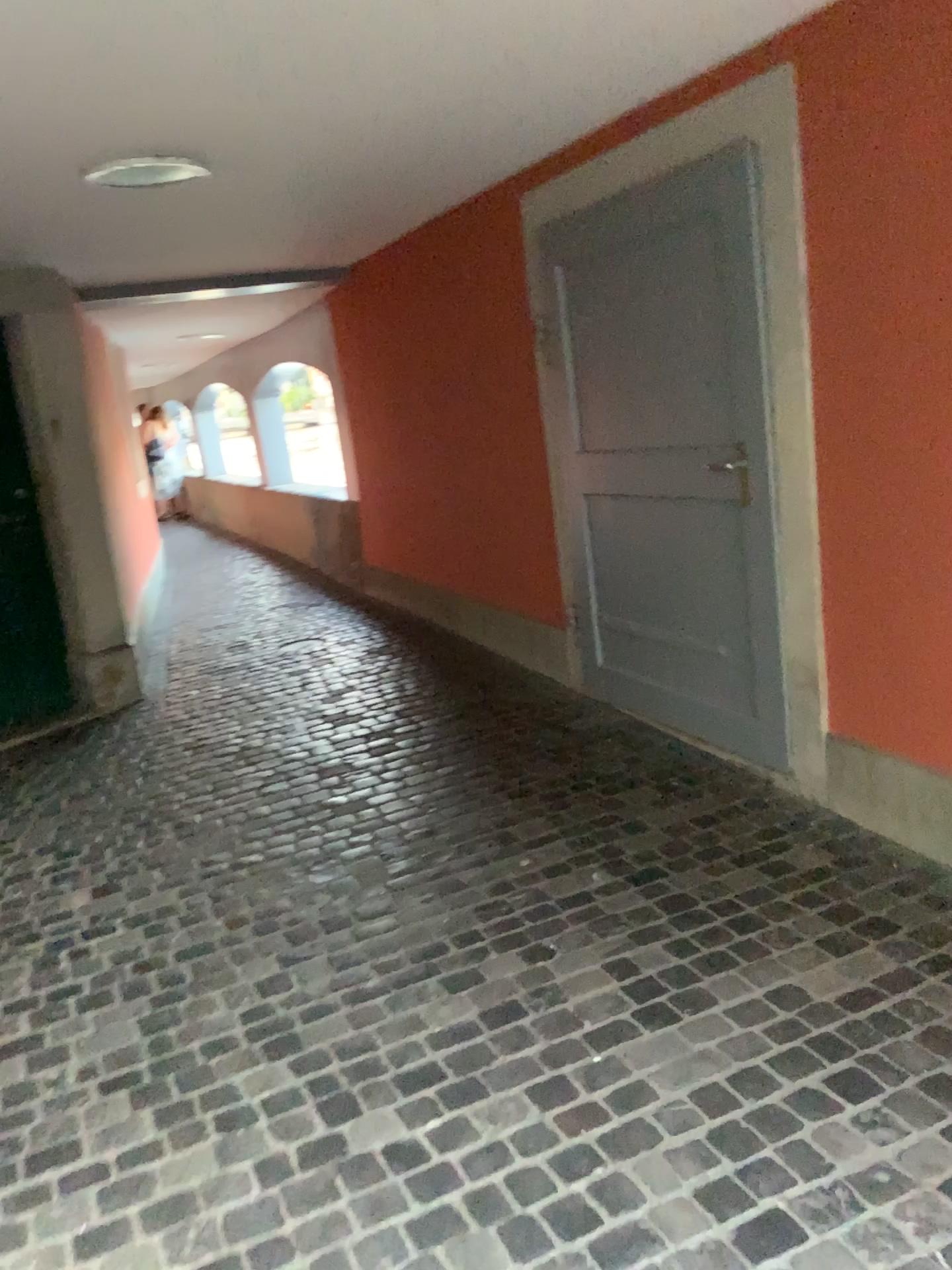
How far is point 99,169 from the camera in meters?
3.1

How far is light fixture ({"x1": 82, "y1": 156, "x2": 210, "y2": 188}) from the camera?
3.1m

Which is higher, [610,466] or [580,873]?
[610,466]
